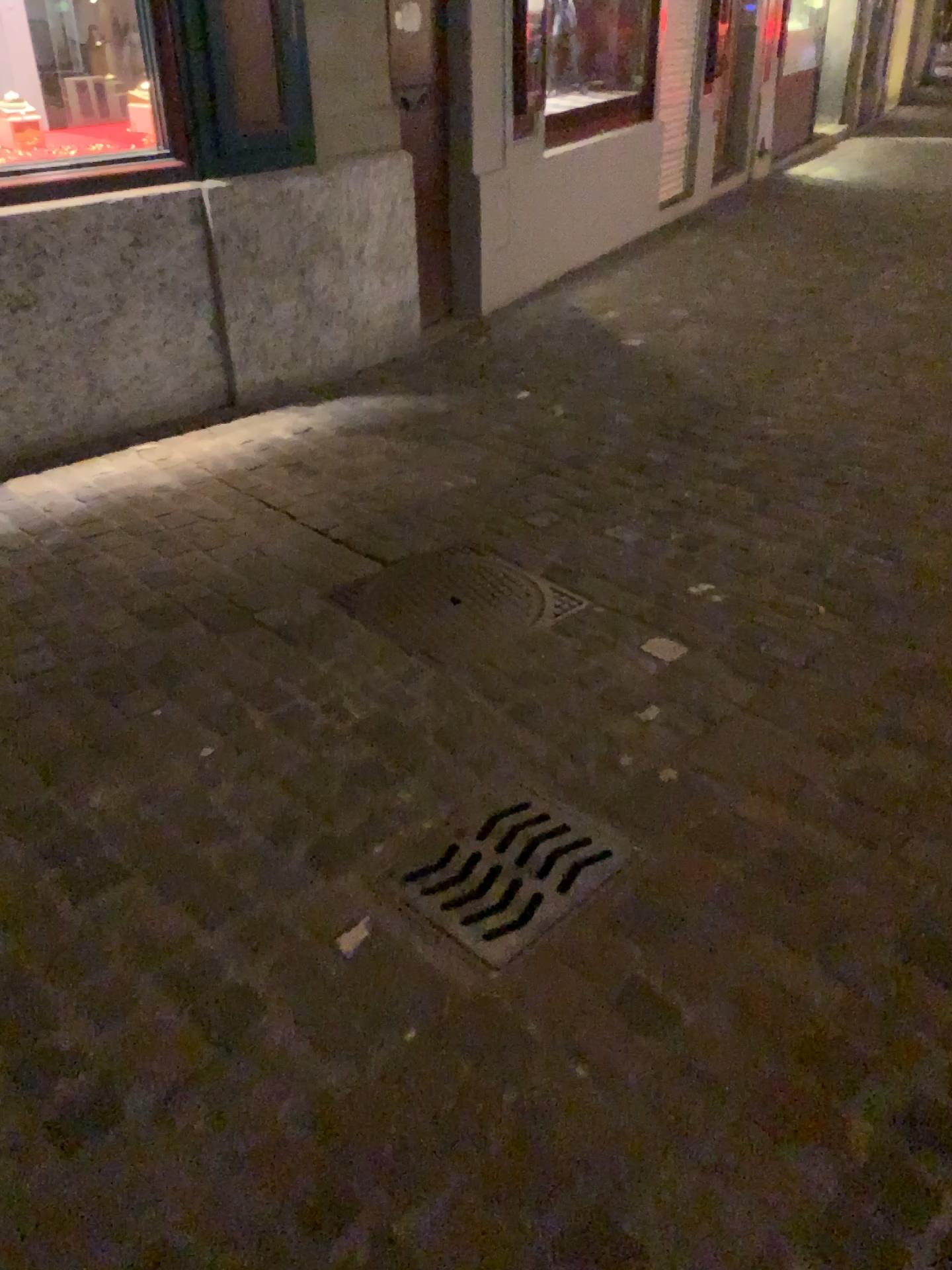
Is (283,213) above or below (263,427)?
above

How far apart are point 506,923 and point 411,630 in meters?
1.0 m

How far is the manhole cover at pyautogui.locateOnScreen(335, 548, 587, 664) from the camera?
2.6 meters

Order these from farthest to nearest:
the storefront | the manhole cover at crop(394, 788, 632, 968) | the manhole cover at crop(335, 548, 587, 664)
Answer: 1. the storefront
2. the manhole cover at crop(335, 548, 587, 664)
3. the manhole cover at crop(394, 788, 632, 968)

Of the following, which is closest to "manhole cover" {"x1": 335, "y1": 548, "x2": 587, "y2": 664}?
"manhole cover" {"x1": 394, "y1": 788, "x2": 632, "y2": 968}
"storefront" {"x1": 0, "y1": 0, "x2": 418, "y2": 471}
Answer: "manhole cover" {"x1": 394, "y1": 788, "x2": 632, "y2": 968}

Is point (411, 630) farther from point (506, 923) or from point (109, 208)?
point (109, 208)

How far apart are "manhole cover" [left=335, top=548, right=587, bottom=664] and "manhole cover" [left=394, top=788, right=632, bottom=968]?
0.5 meters

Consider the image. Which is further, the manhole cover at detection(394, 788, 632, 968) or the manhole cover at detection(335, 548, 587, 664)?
the manhole cover at detection(335, 548, 587, 664)

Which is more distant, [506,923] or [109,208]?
[109,208]

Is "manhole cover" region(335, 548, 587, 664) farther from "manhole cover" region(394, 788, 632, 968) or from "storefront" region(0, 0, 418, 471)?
"storefront" region(0, 0, 418, 471)
